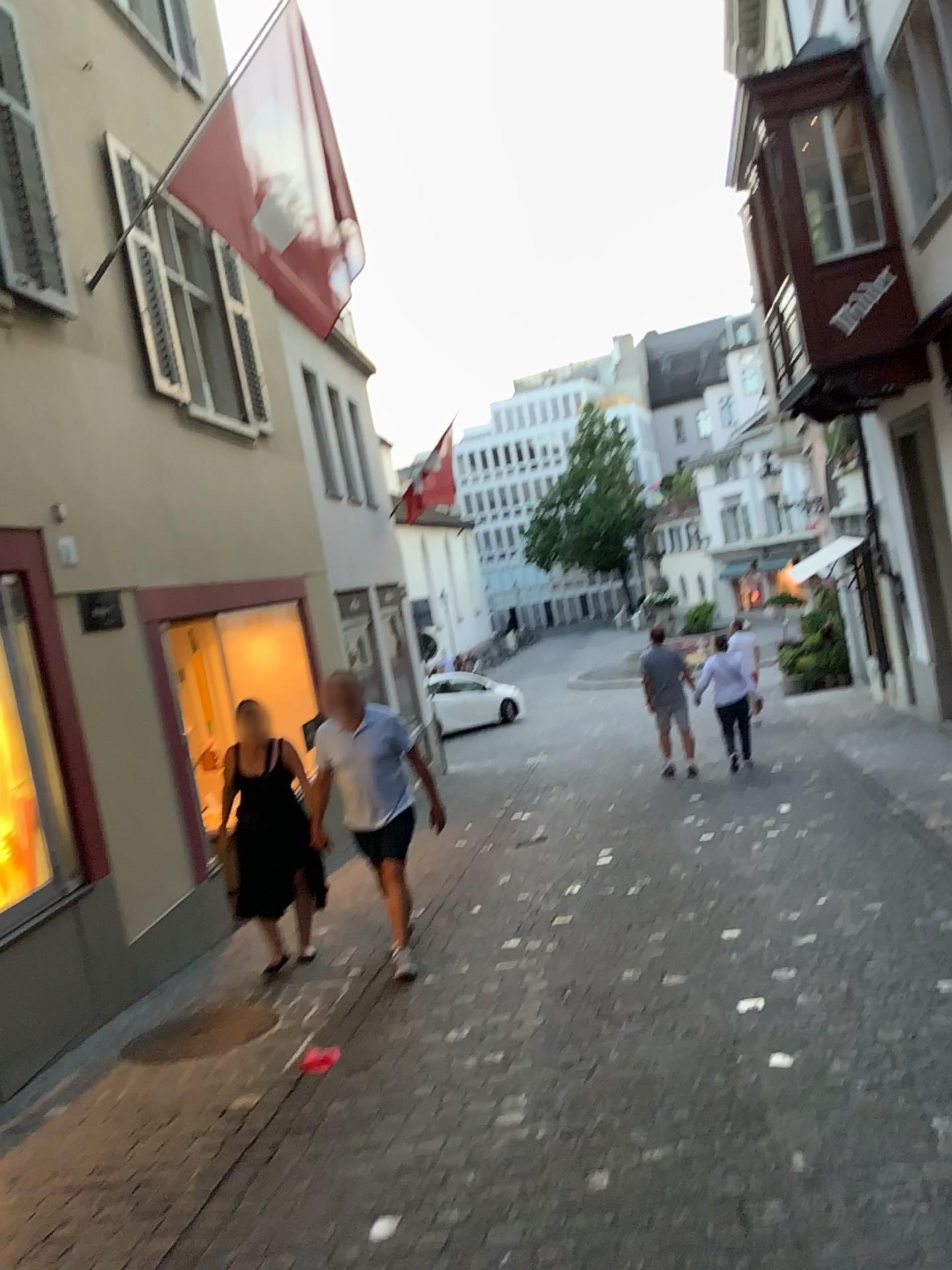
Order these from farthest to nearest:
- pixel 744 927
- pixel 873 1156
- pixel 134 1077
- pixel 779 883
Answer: pixel 779 883
pixel 744 927
pixel 134 1077
pixel 873 1156
